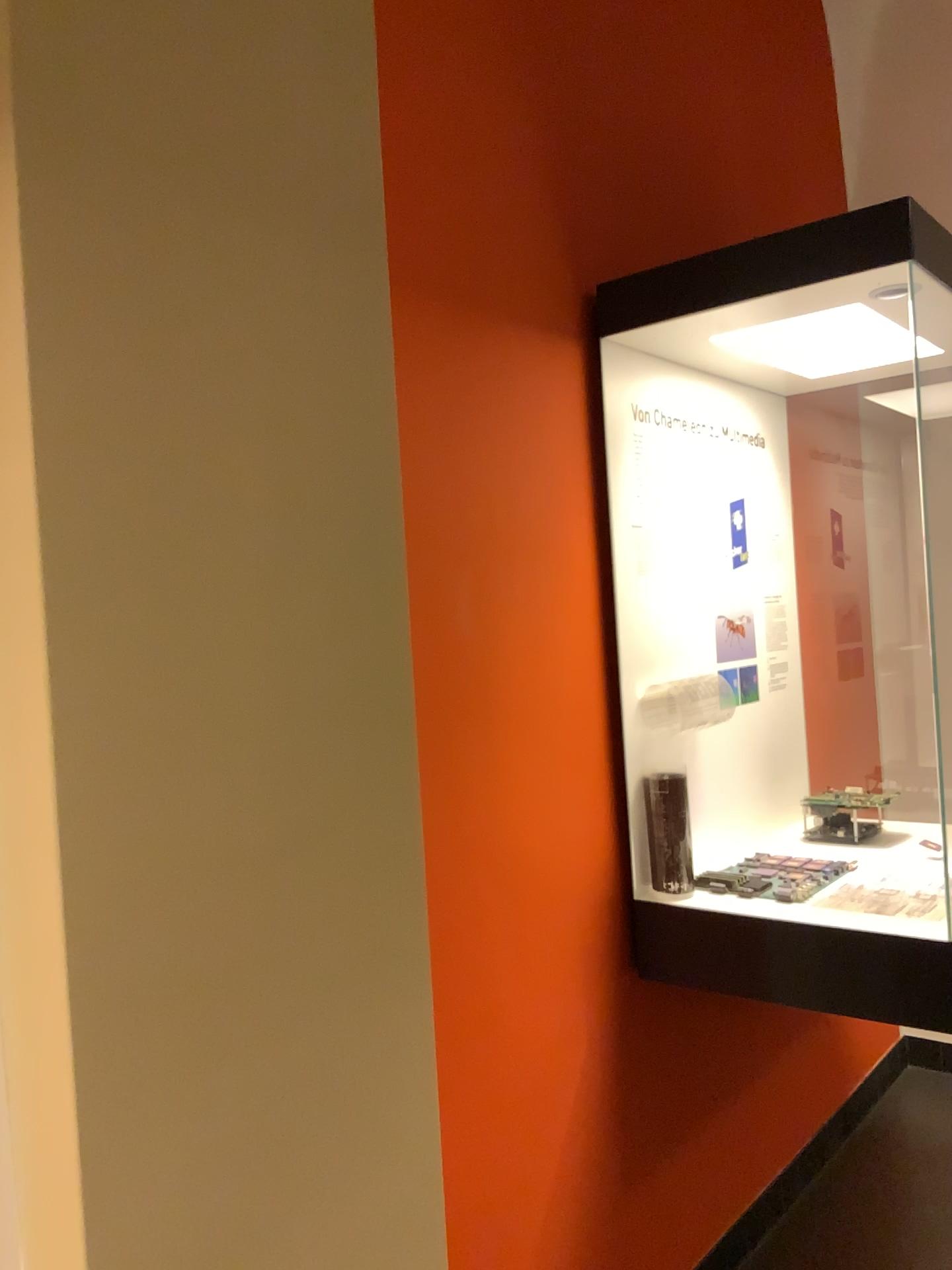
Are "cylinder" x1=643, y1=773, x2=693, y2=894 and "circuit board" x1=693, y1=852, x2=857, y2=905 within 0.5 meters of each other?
yes

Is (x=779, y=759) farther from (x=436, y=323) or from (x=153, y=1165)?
(x=153, y=1165)

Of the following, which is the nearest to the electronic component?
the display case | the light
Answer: the display case

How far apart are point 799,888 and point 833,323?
1.09m

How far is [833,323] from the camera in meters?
2.0 m

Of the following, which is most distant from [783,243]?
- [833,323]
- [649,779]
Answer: [649,779]

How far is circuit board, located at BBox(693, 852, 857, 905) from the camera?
2.0m

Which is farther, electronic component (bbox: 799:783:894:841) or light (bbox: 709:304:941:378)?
electronic component (bbox: 799:783:894:841)

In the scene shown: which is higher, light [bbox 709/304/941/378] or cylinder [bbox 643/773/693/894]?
light [bbox 709/304/941/378]

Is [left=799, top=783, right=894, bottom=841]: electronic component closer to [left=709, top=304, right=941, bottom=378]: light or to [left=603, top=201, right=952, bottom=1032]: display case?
[left=603, top=201, right=952, bottom=1032]: display case
